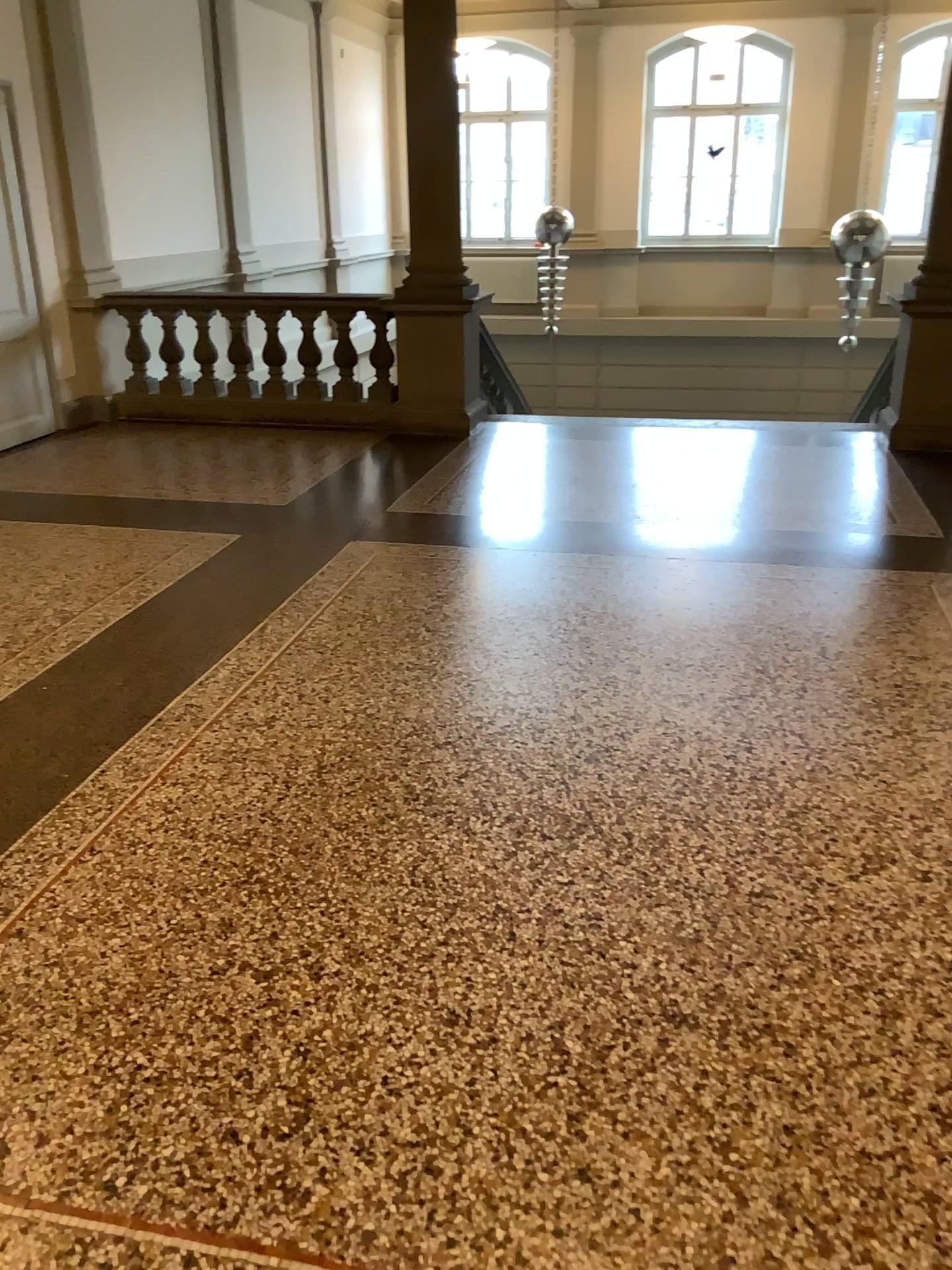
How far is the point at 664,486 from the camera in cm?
577
